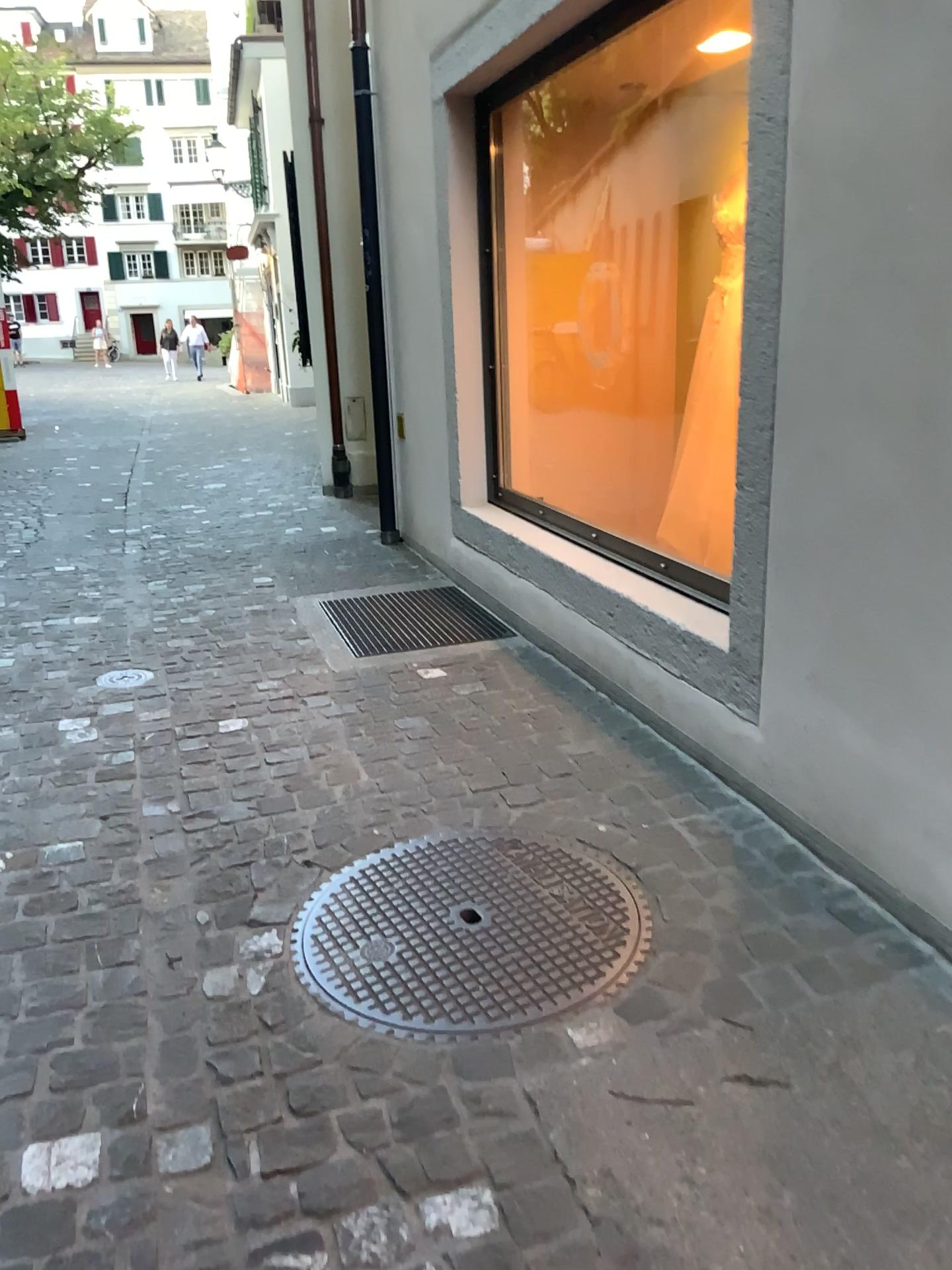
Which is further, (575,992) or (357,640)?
(357,640)

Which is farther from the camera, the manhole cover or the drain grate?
the drain grate

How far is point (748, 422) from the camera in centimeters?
236cm
